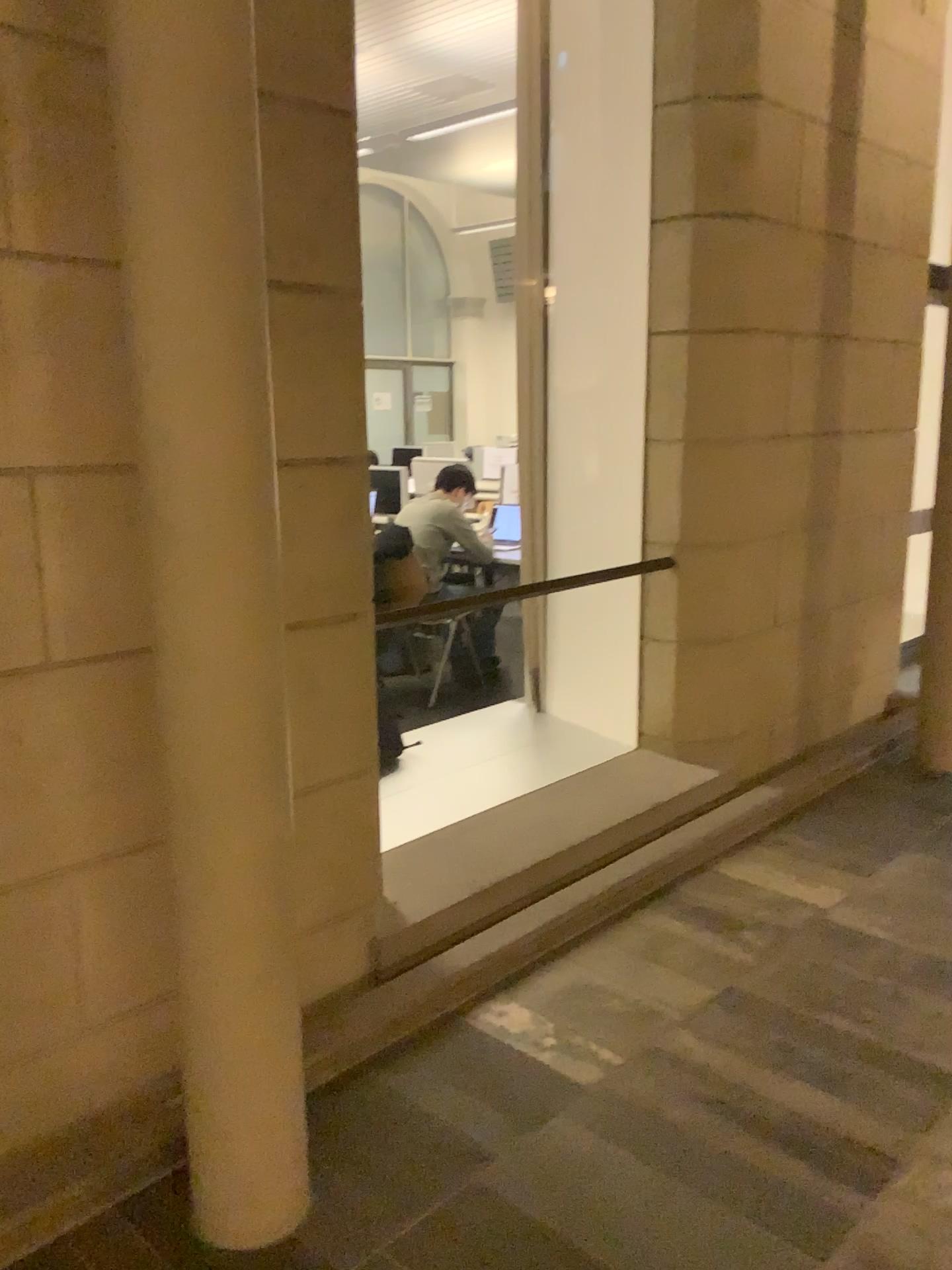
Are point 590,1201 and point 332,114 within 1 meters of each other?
no
